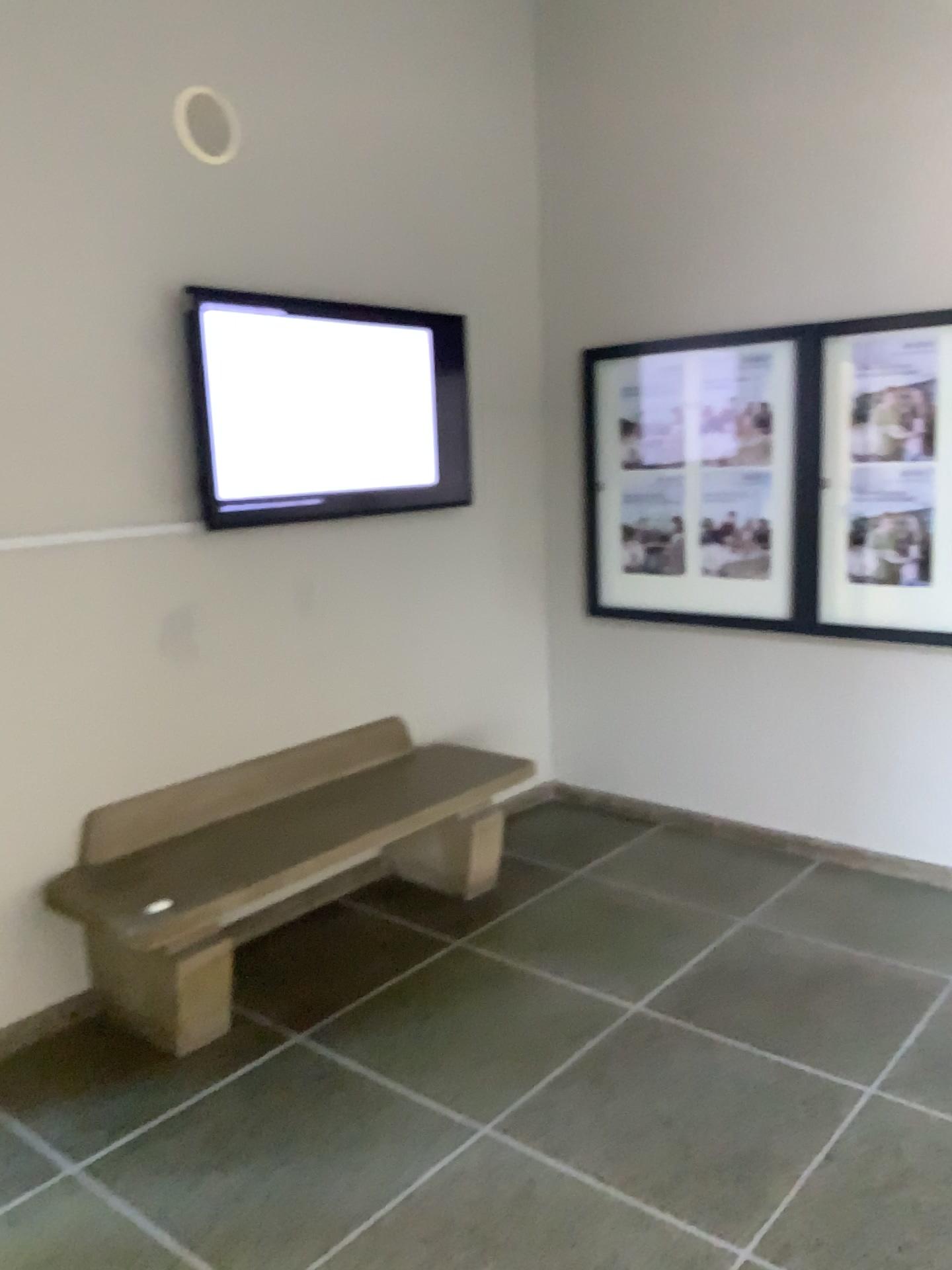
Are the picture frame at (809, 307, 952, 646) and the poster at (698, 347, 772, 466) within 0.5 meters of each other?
yes

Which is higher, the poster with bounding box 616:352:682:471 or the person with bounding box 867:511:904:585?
the poster with bounding box 616:352:682:471

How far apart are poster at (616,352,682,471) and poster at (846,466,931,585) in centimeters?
74cm

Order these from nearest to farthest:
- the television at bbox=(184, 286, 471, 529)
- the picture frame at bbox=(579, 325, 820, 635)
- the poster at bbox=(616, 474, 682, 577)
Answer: the television at bbox=(184, 286, 471, 529) → the picture frame at bbox=(579, 325, 820, 635) → the poster at bbox=(616, 474, 682, 577)

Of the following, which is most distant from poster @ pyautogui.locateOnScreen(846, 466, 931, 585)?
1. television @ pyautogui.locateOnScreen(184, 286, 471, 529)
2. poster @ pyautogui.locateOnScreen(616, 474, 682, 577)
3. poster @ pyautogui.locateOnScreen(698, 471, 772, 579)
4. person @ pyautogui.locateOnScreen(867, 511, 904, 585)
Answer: television @ pyautogui.locateOnScreen(184, 286, 471, 529)

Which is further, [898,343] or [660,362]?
[660,362]

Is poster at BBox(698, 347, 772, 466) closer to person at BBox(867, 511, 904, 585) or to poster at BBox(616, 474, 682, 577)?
poster at BBox(616, 474, 682, 577)

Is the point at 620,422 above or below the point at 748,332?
below

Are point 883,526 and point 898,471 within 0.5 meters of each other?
yes

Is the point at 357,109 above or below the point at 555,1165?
above
